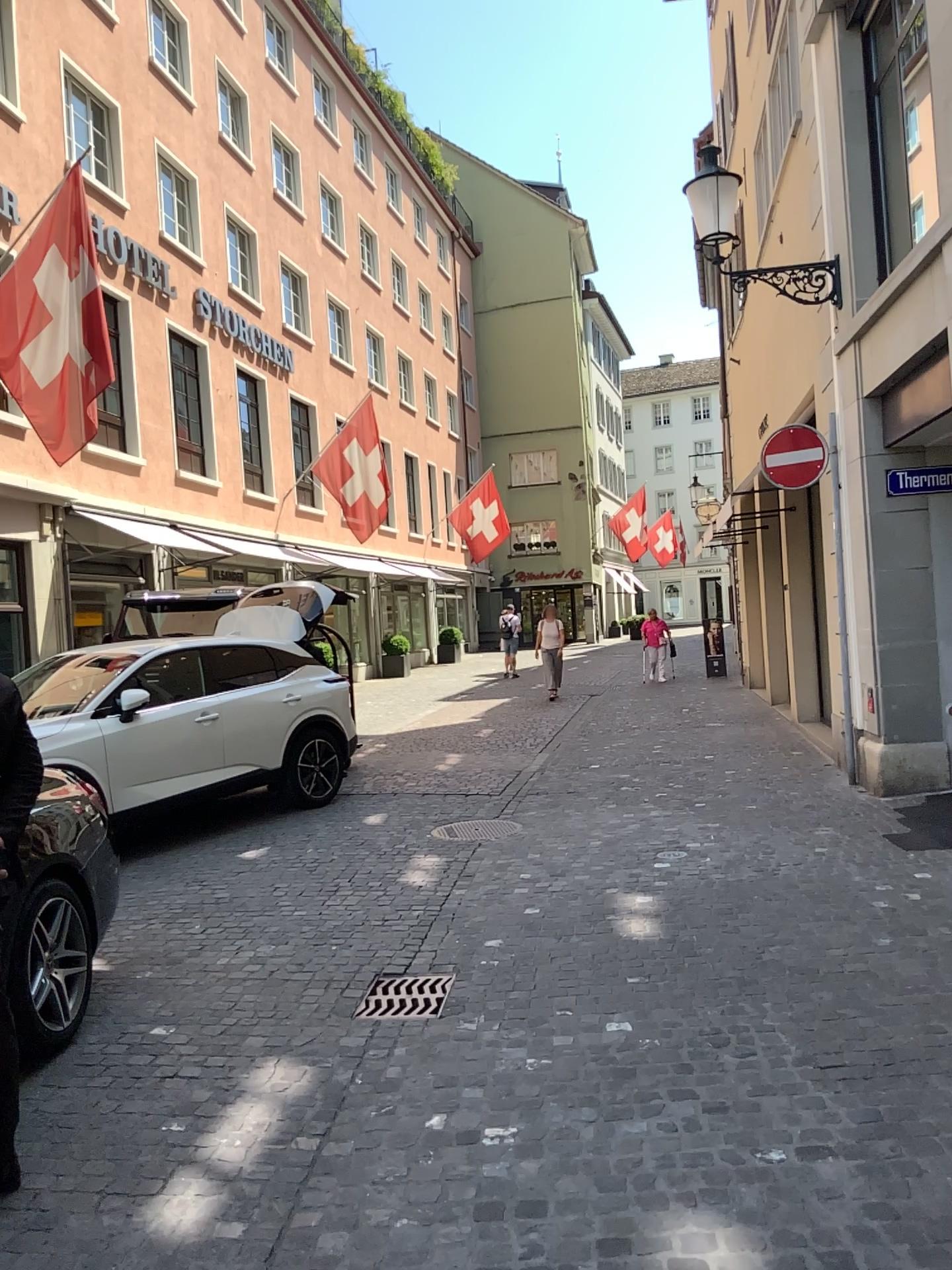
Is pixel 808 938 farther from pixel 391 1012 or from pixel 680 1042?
pixel 391 1012
